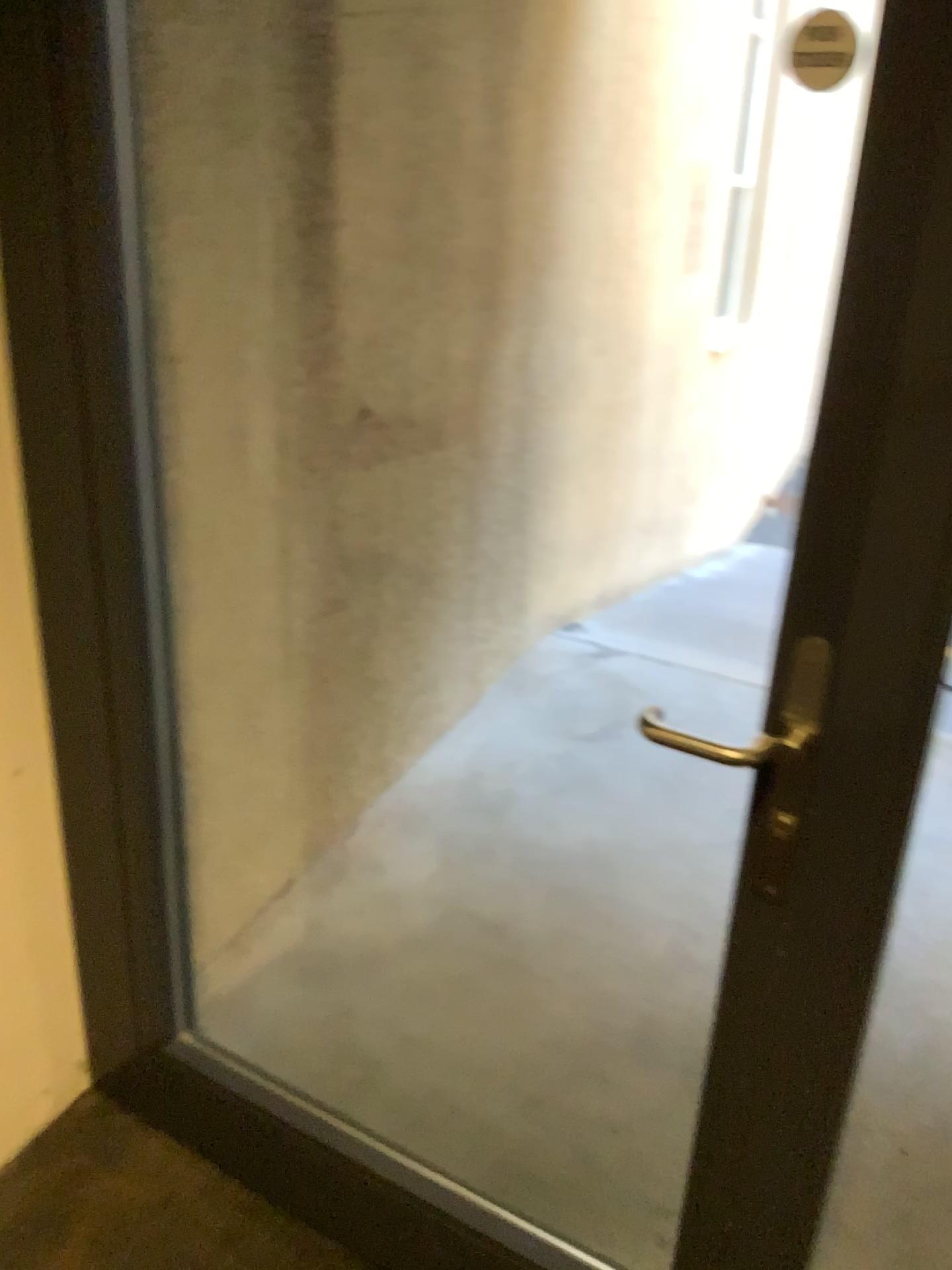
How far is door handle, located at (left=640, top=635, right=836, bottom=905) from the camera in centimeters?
100cm

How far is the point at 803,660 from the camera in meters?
1.0

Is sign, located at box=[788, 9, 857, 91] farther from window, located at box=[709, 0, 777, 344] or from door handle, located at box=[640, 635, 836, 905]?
window, located at box=[709, 0, 777, 344]

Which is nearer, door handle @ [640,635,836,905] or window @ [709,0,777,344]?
door handle @ [640,635,836,905]

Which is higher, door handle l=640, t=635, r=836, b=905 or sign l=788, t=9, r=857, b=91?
sign l=788, t=9, r=857, b=91

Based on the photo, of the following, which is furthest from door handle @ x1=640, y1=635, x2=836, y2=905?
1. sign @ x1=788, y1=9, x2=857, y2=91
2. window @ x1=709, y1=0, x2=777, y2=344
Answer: window @ x1=709, y1=0, x2=777, y2=344

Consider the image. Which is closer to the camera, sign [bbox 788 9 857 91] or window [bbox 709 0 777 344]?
sign [bbox 788 9 857 91]

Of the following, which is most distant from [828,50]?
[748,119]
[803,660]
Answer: [748,119]

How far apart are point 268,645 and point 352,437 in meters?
0.5

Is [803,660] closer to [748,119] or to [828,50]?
[828,50]
